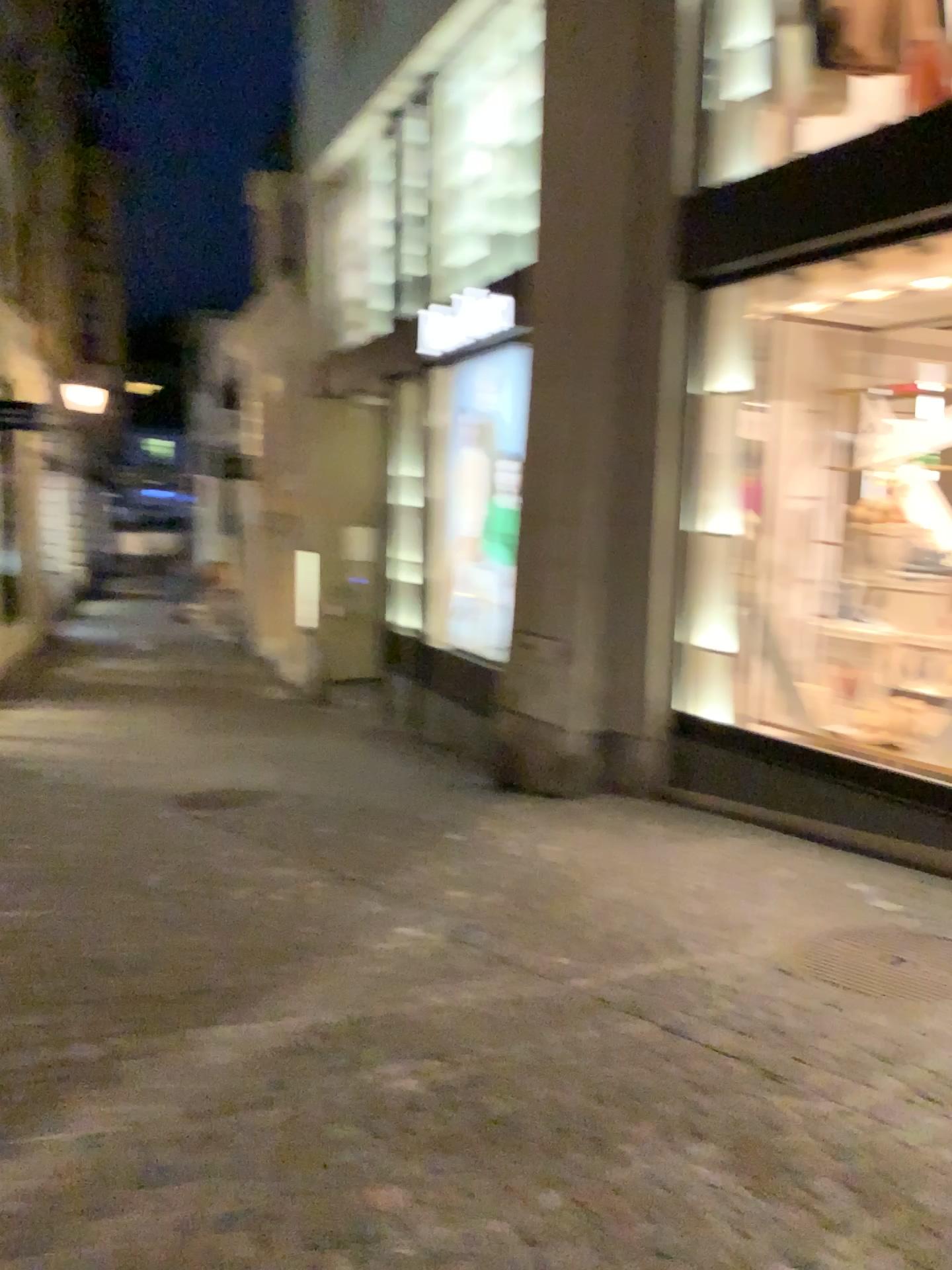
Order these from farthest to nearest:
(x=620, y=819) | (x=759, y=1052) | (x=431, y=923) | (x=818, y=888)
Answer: (x=620, y=819) → (x=818, y=888) → (x=431, y=923) → (x=759, y=1052)
